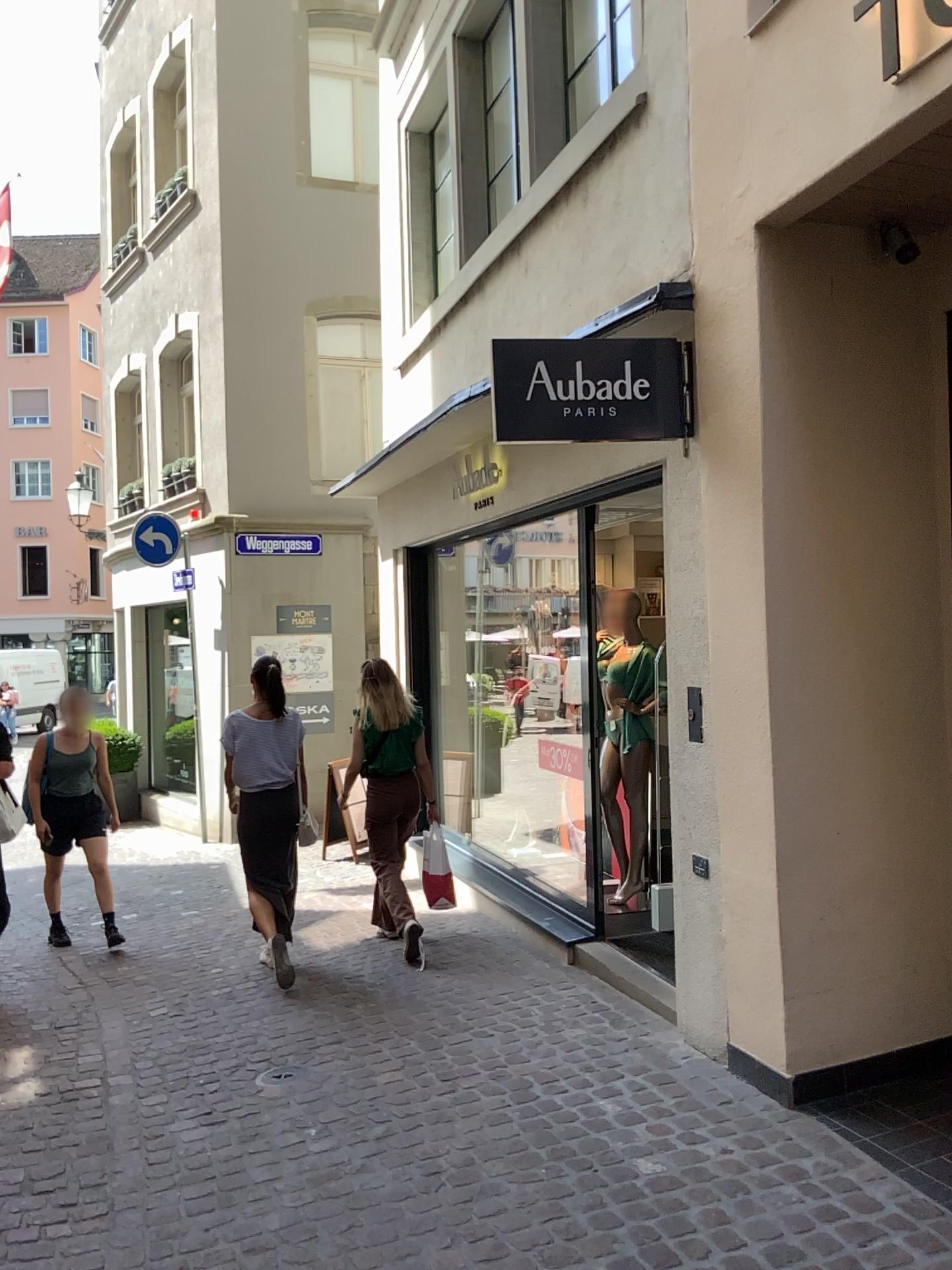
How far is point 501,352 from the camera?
3.8 meters

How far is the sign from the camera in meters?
3.8 m

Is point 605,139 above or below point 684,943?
above
